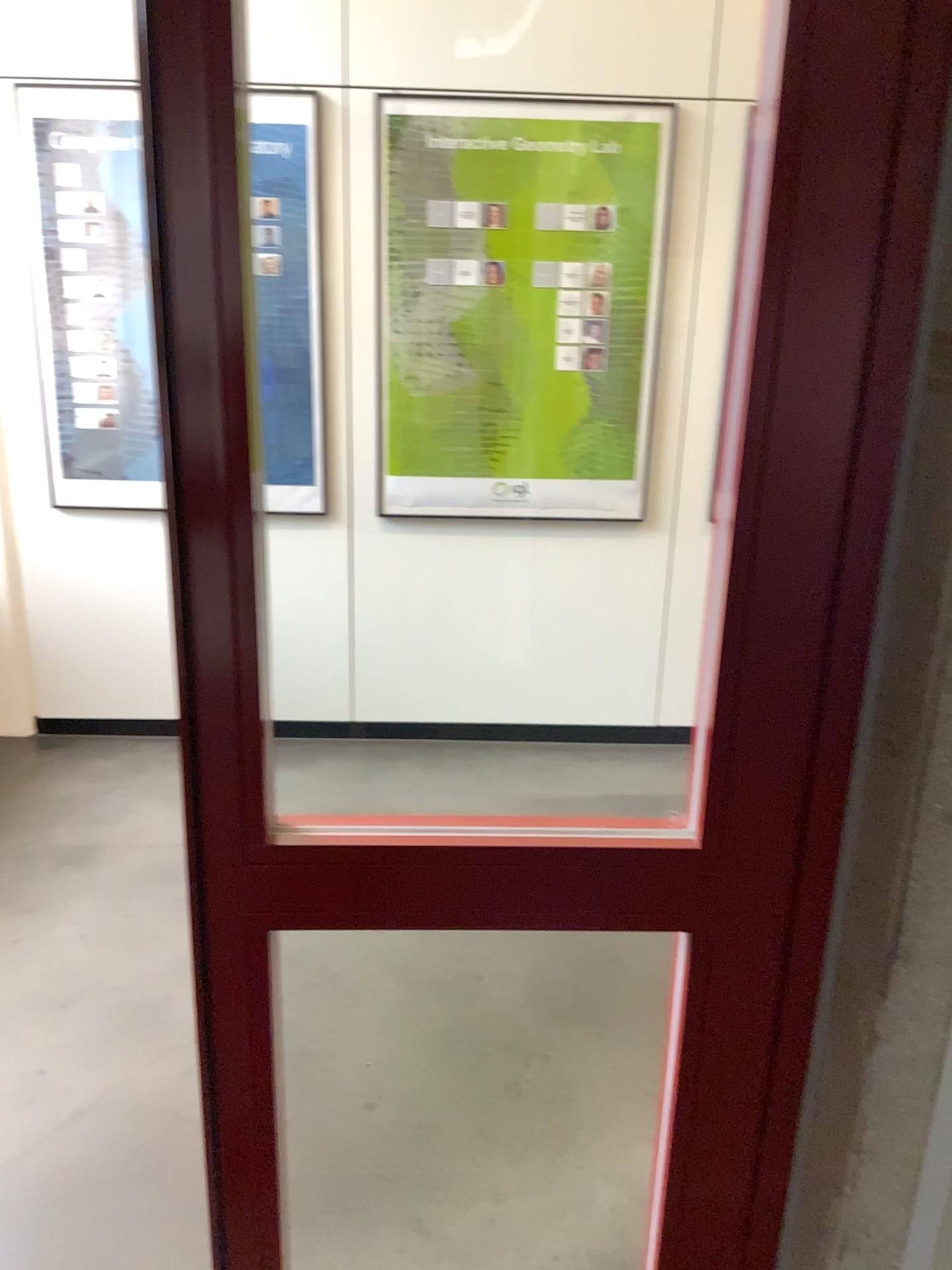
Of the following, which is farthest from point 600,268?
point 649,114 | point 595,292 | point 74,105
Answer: point 74,105

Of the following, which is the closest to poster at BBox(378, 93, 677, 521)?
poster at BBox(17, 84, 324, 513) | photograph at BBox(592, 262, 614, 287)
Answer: photograph at BBox(592, 262, 614, 287)

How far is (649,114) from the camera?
3.2 meters

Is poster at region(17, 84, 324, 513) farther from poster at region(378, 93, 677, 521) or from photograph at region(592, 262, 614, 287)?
photograph at region(592, 262, 614, 287)

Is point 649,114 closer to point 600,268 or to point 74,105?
point 600,268

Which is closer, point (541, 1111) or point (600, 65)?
point (541, 1111)

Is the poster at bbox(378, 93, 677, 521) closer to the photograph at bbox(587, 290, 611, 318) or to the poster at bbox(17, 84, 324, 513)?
the photograph at bbox(587, 290, 611, 318)

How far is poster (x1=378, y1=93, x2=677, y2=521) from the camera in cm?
325
